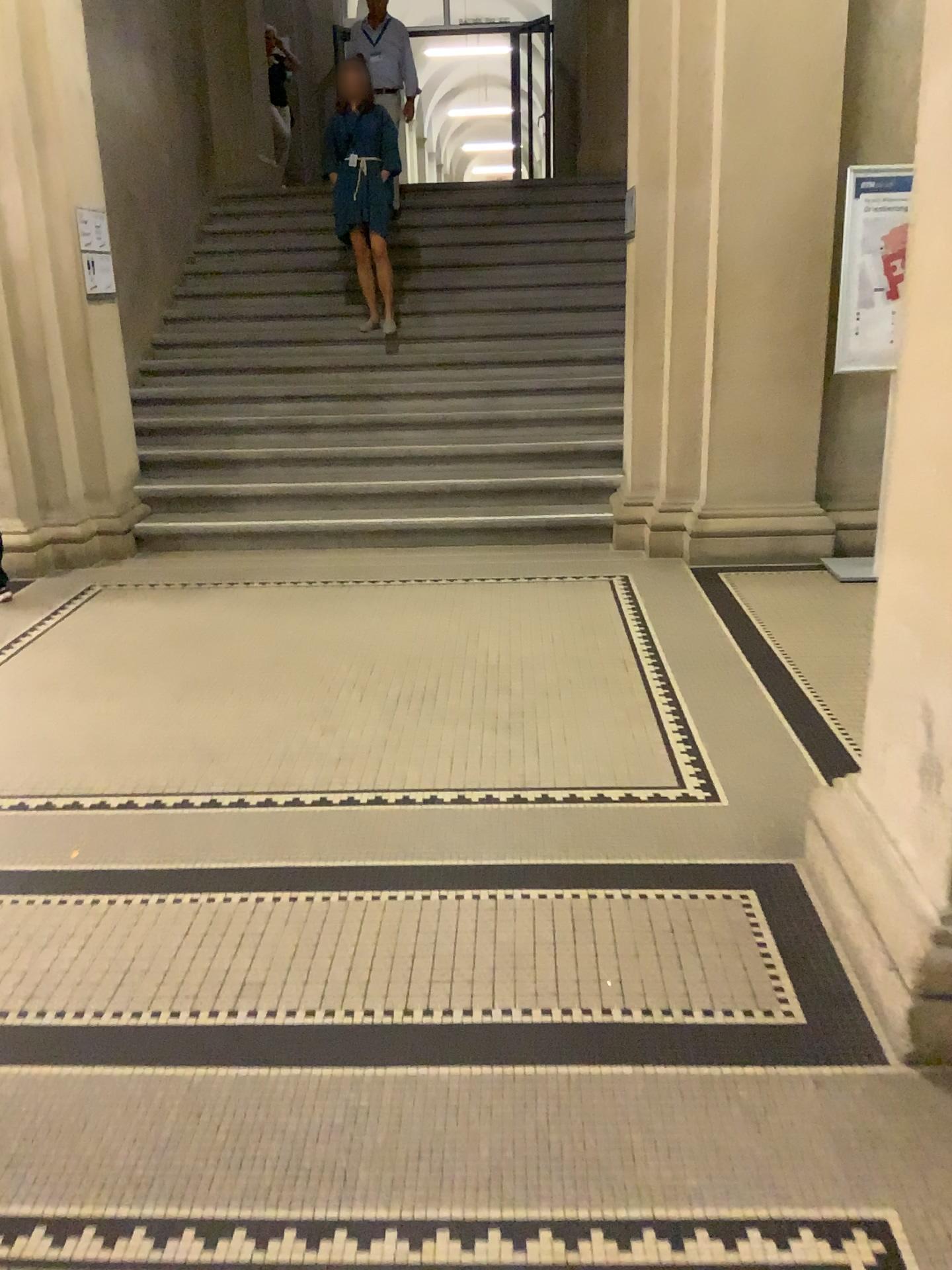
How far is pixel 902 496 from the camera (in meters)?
2.10

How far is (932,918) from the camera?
1.95m

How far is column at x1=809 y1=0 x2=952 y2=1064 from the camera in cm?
195
